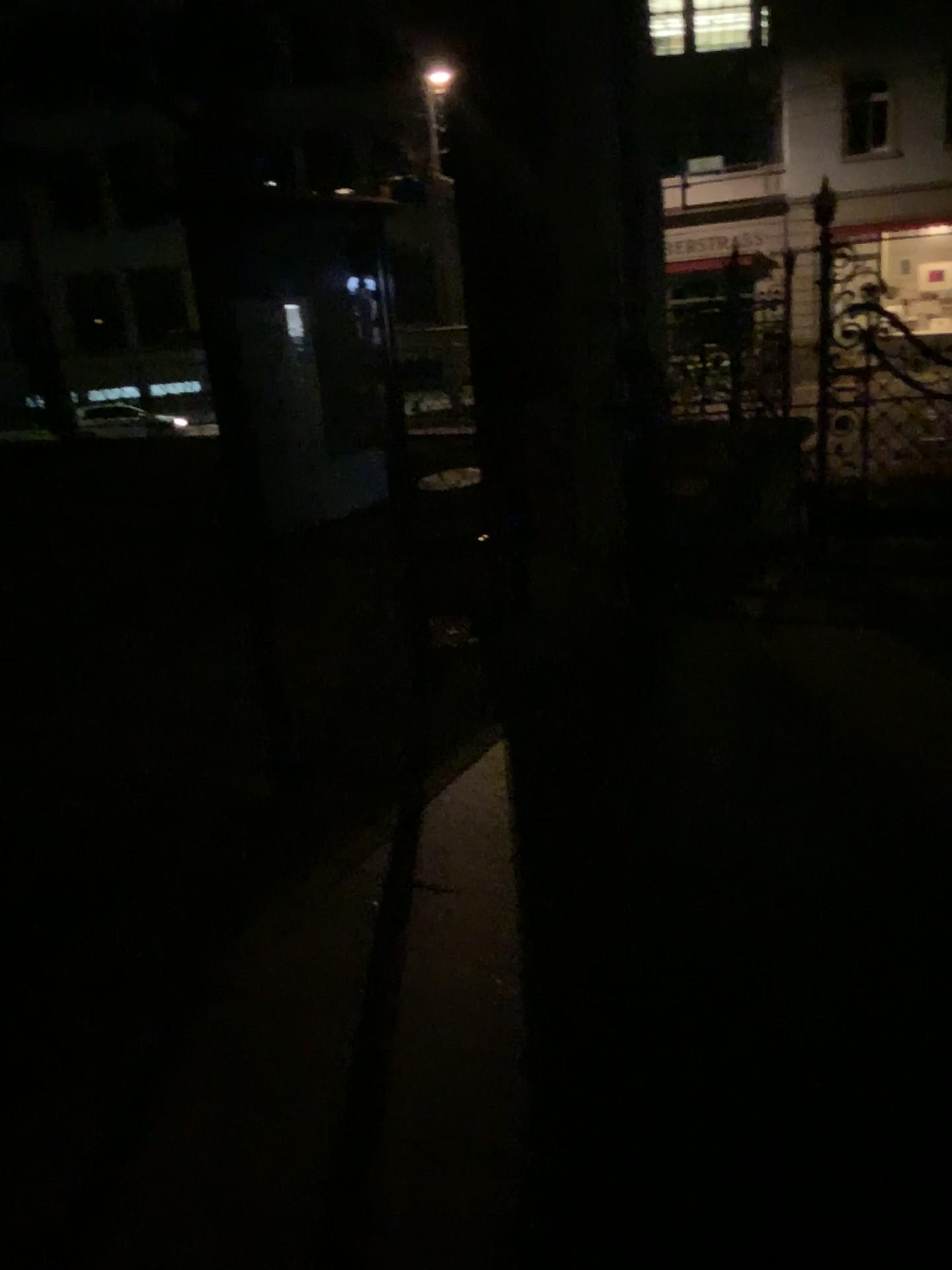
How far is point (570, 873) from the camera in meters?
3.0
